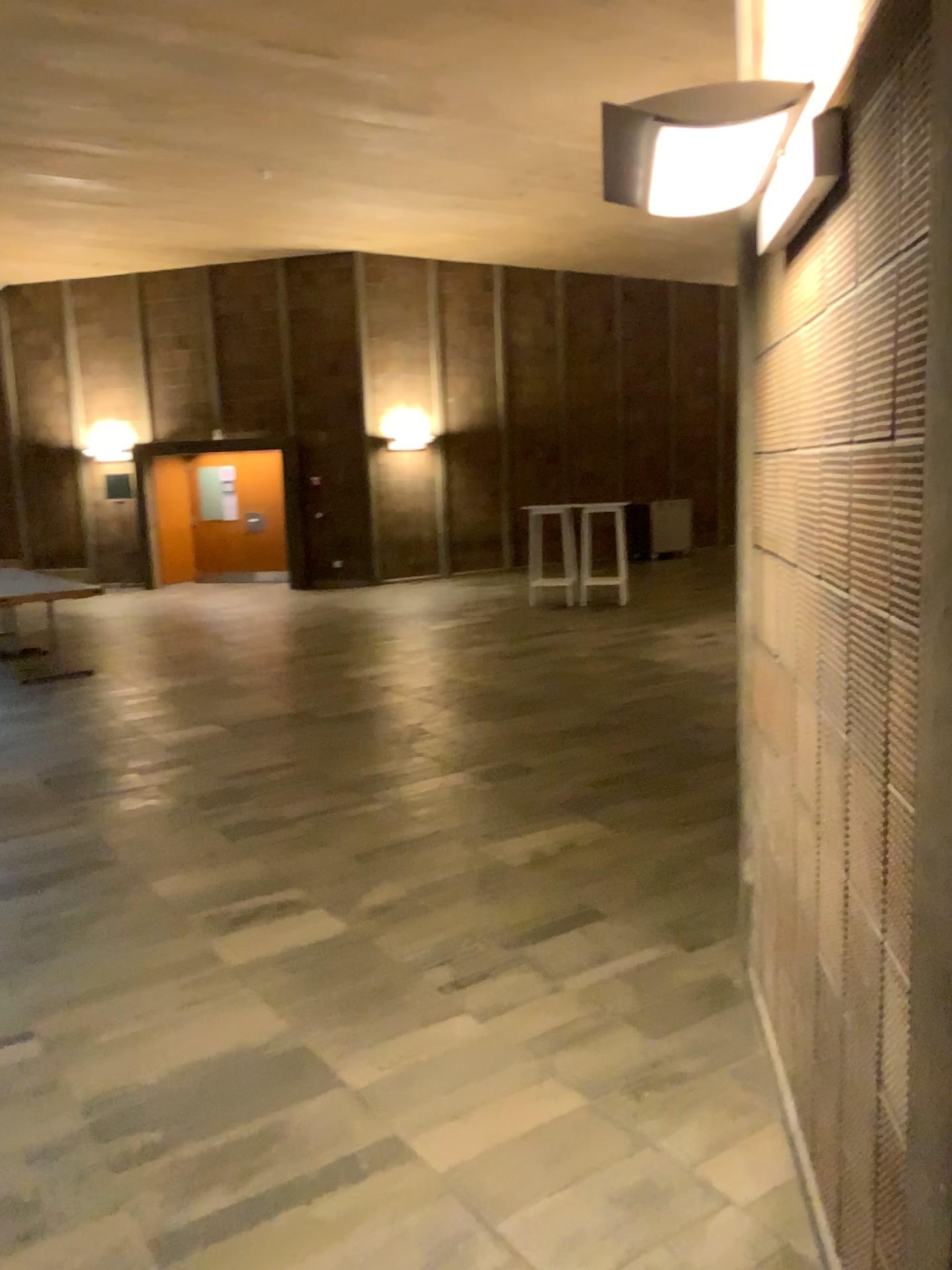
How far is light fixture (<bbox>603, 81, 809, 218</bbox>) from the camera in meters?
1.8

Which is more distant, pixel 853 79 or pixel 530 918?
pixel 530 918

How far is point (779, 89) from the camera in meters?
1.8
